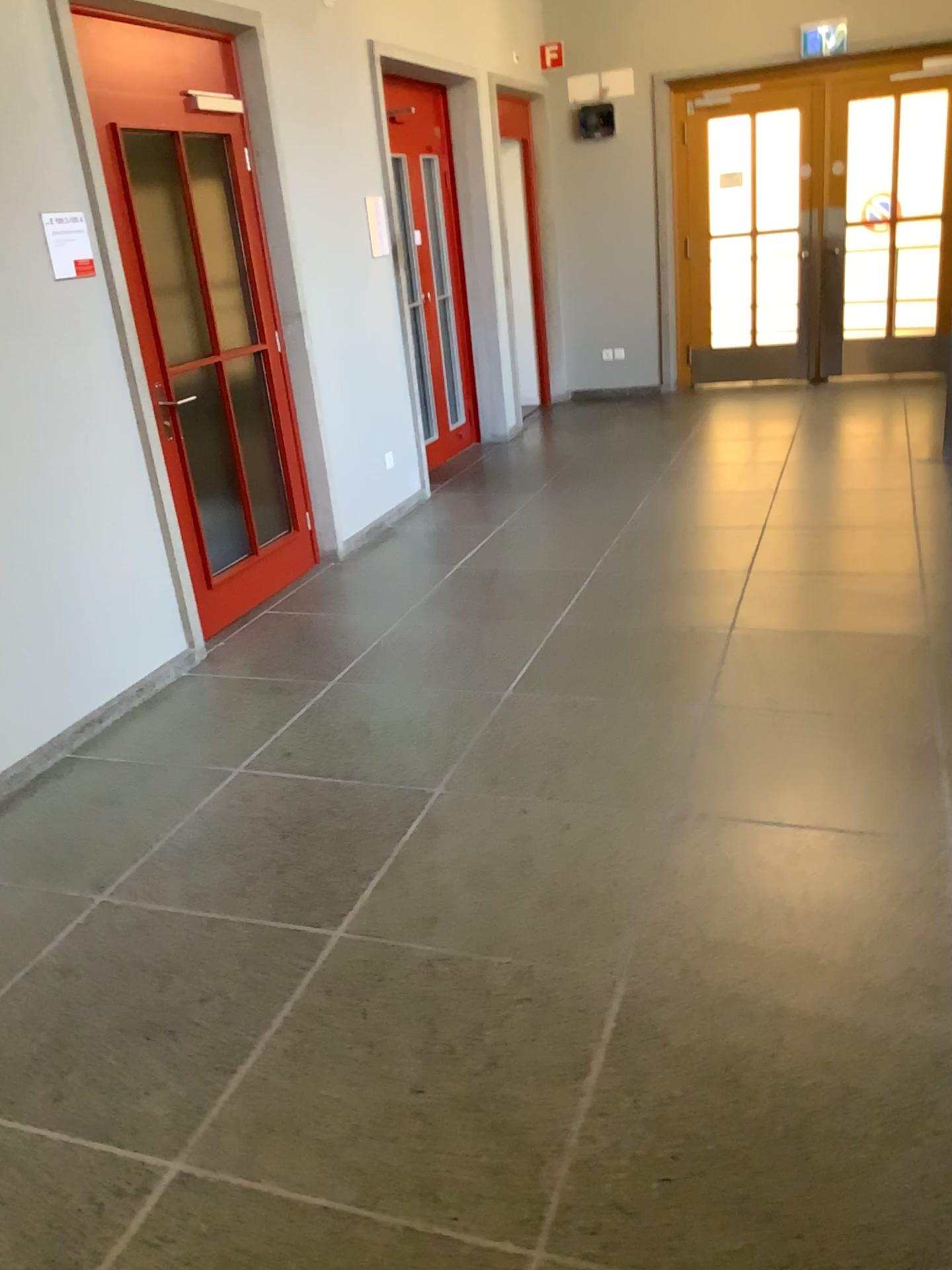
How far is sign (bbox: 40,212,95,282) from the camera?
3.47m

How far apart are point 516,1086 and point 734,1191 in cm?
44

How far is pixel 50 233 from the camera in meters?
3.5 m
